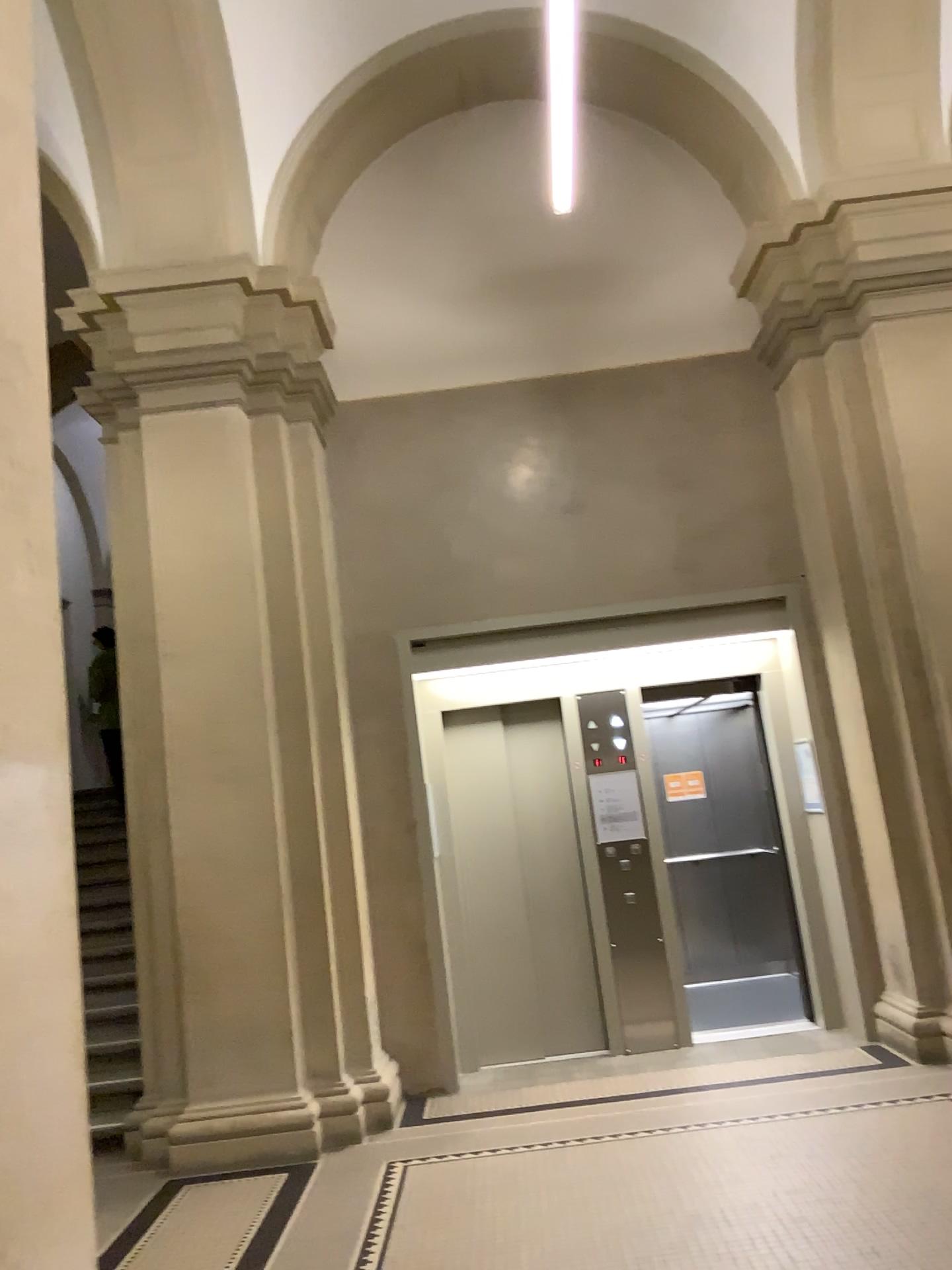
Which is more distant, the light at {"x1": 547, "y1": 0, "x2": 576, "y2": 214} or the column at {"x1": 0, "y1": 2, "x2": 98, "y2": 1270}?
the light at {"x1": 547, "y1": 0, "x2": 576, "y2": 214}

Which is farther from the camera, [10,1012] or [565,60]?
[565,60]

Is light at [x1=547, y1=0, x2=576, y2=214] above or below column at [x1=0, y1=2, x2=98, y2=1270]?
above

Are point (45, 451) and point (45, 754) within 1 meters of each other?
yes

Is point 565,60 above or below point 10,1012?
above
